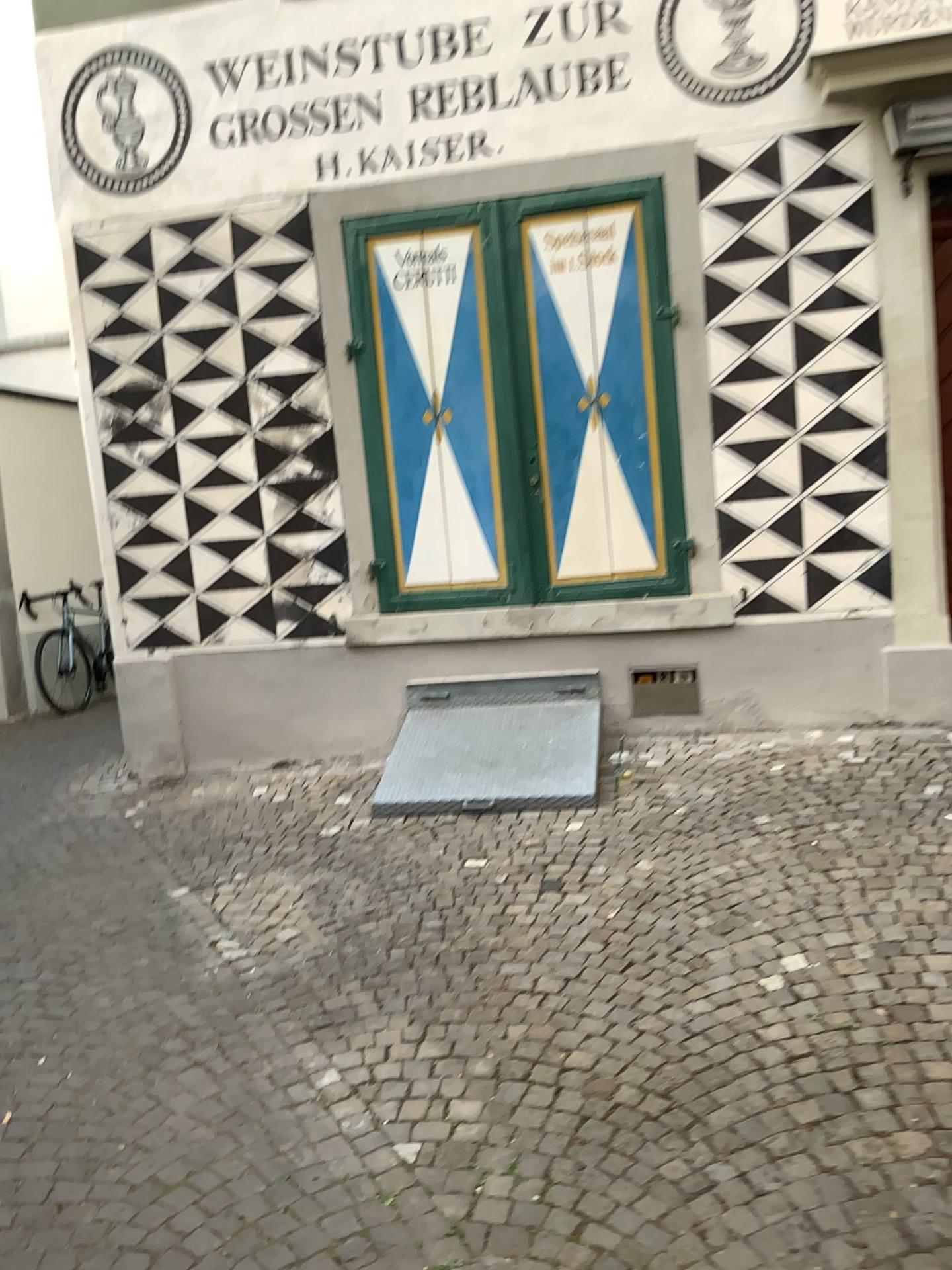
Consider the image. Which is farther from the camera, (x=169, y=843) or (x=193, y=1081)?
(x=169, y=843)
